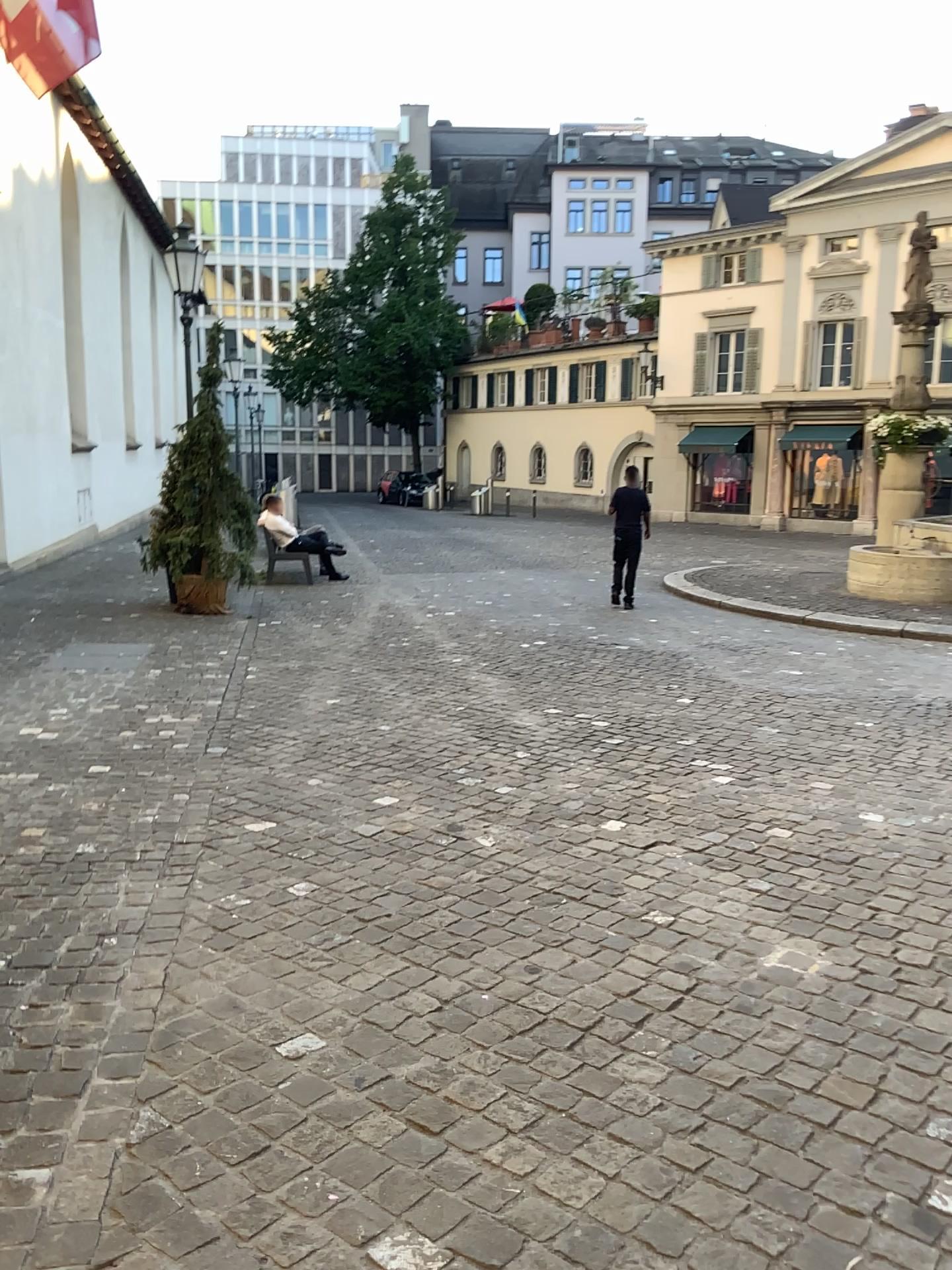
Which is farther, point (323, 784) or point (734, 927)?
point (323, 784)
